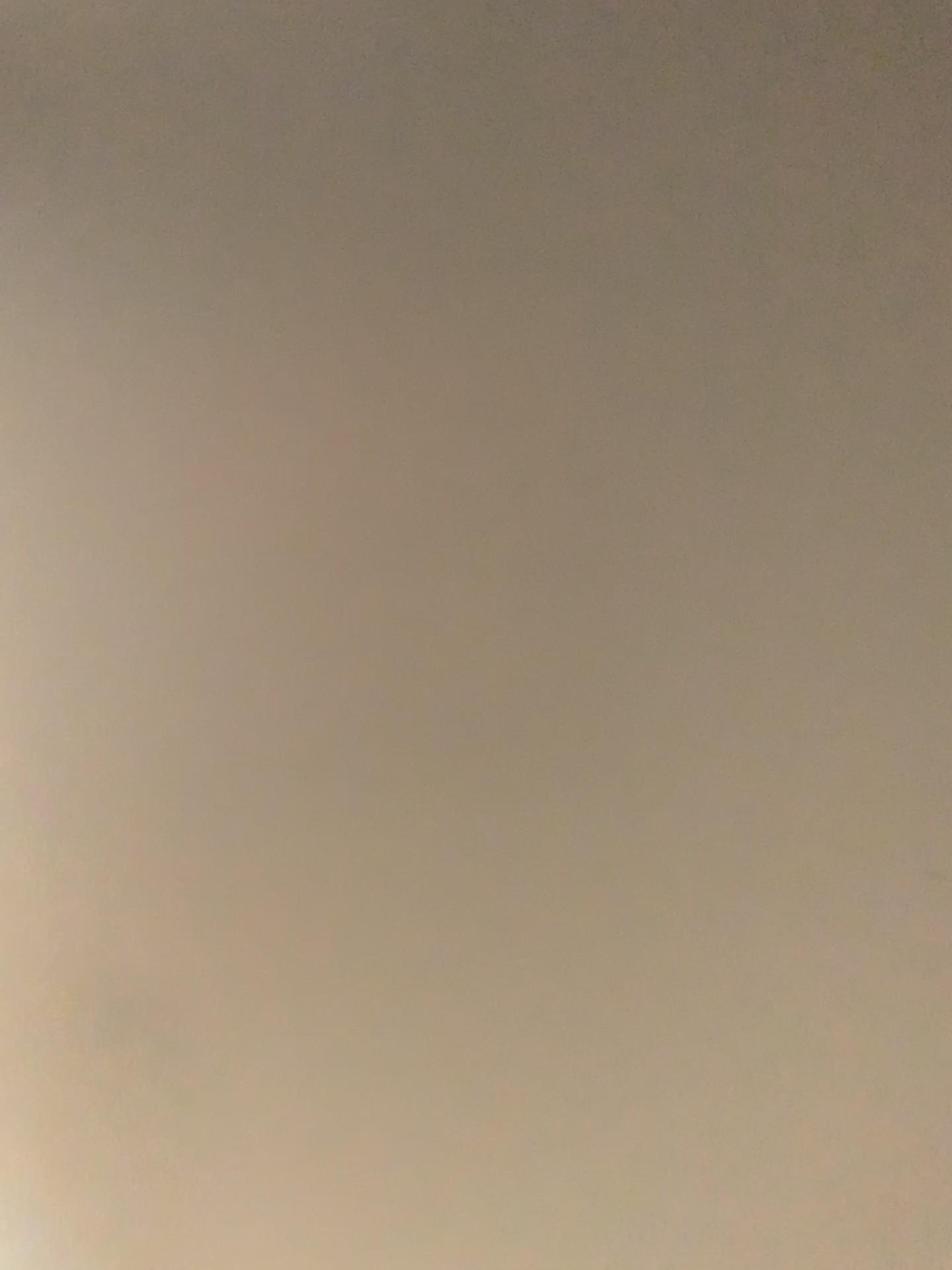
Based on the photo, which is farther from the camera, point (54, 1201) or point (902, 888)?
point (54, 1201)
